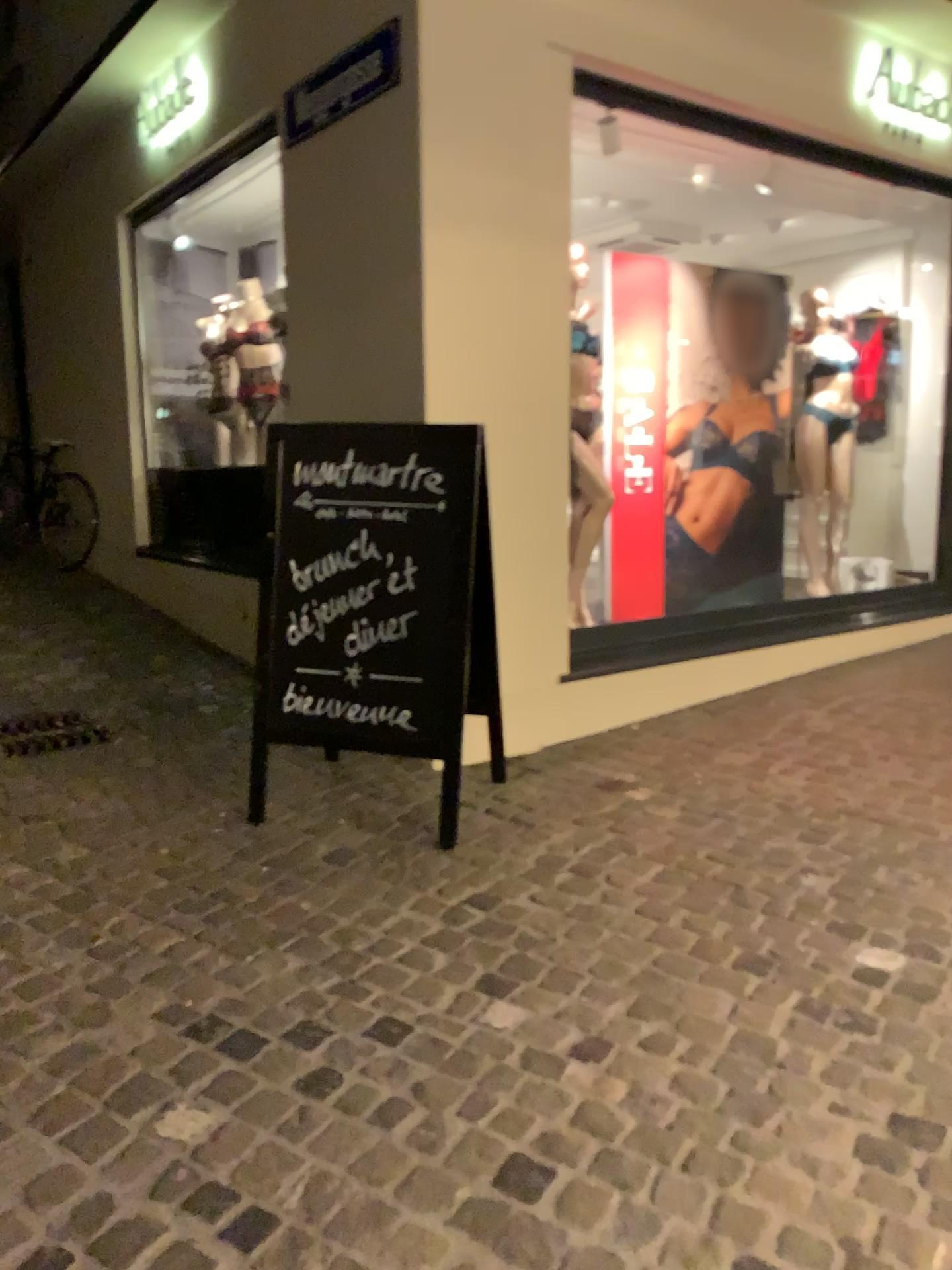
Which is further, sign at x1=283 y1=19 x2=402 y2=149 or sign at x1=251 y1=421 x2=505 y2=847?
sign at x1=283 y1=19 x2=402 y2=149

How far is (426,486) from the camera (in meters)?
3.06

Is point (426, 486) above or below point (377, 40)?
below

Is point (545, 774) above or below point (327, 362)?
below

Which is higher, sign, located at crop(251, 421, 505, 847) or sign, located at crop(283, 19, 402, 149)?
sign, located at crop(283, 19, 402, 149)

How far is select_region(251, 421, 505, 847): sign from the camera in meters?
3.1

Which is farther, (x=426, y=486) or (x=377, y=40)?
(x=377, y=40)
